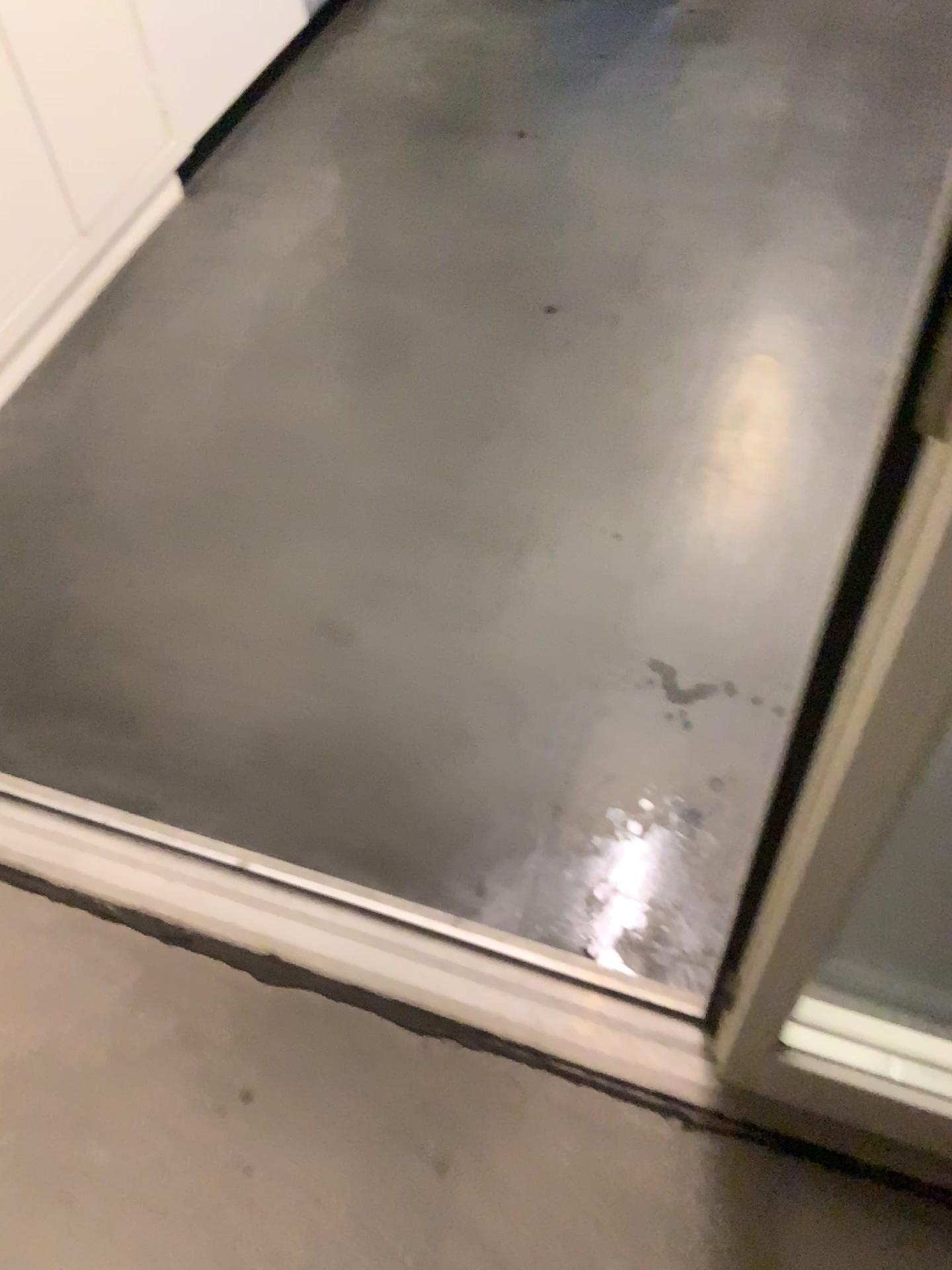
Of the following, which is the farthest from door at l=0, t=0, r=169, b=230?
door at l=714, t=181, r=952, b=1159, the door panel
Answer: door at l=714, t=181, r=952, b=1159

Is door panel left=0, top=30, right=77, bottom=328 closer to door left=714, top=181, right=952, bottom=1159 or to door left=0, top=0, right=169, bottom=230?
door left=0, top=0, right=169, bottom=230

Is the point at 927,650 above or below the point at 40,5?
above

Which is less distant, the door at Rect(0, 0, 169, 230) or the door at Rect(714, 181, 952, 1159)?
the door at Rect(714, 181, 952, 1159)

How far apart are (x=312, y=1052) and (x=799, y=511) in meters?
1.0

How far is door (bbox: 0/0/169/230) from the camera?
1.80m

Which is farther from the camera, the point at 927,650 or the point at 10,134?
the point at 10,134

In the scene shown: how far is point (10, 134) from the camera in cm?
176
